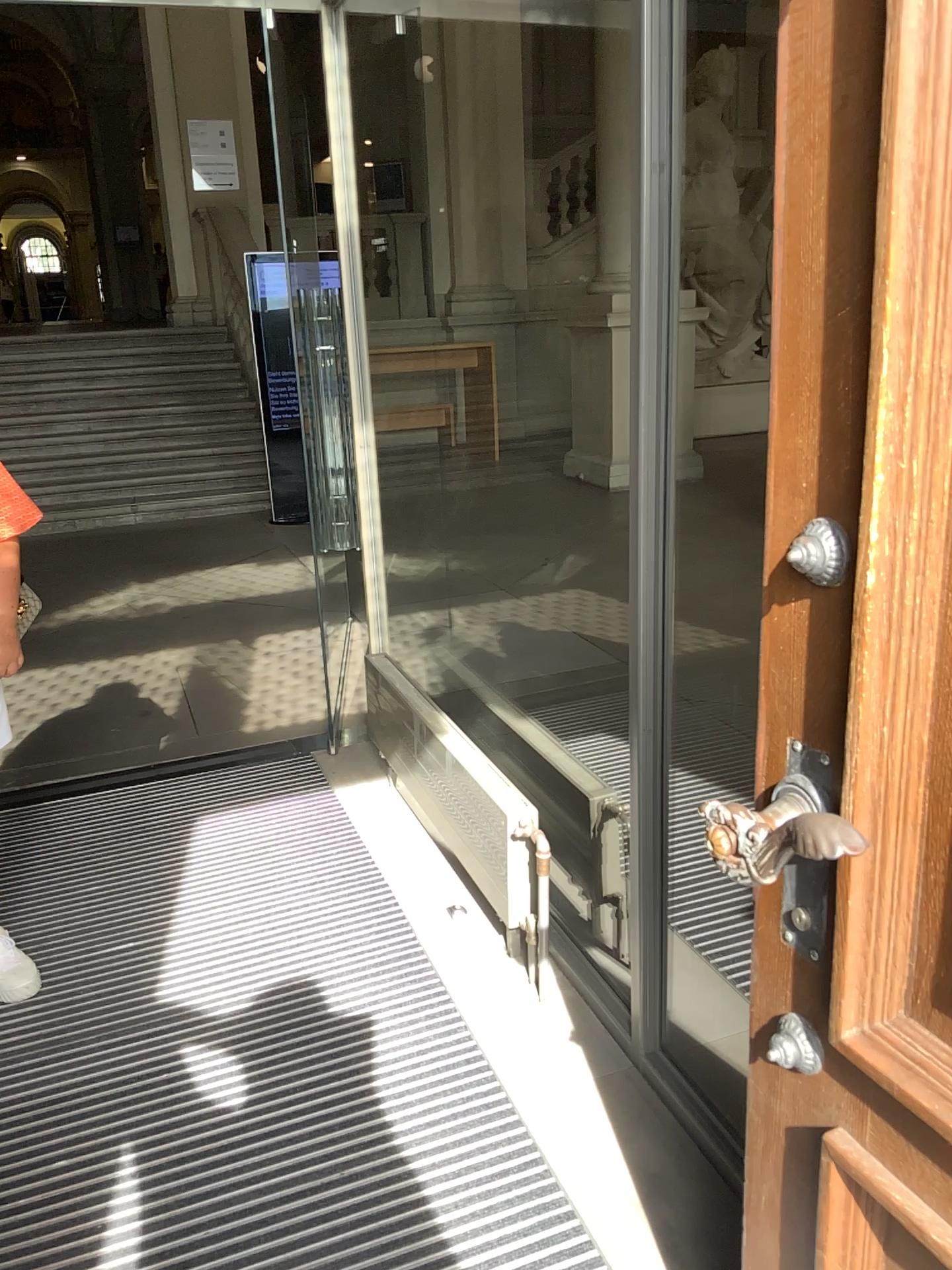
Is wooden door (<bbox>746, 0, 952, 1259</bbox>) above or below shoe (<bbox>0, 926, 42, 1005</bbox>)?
above

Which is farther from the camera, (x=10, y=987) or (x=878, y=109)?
(x=10, y=987)

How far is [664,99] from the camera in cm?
153

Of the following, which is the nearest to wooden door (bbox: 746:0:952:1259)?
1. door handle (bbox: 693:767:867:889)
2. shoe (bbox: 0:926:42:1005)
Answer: door handle (bbox: 693:767:867:889)

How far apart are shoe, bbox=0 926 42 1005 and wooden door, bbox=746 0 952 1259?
1.76m

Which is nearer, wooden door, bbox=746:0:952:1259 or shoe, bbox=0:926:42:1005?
wooden door, bbox=746:0:952:1259

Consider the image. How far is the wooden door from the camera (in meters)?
0.80

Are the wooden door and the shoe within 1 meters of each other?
no

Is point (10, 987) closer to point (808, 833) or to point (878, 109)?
point (808, 833)

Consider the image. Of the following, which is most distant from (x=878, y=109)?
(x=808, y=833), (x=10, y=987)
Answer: (x=10, y=987)
